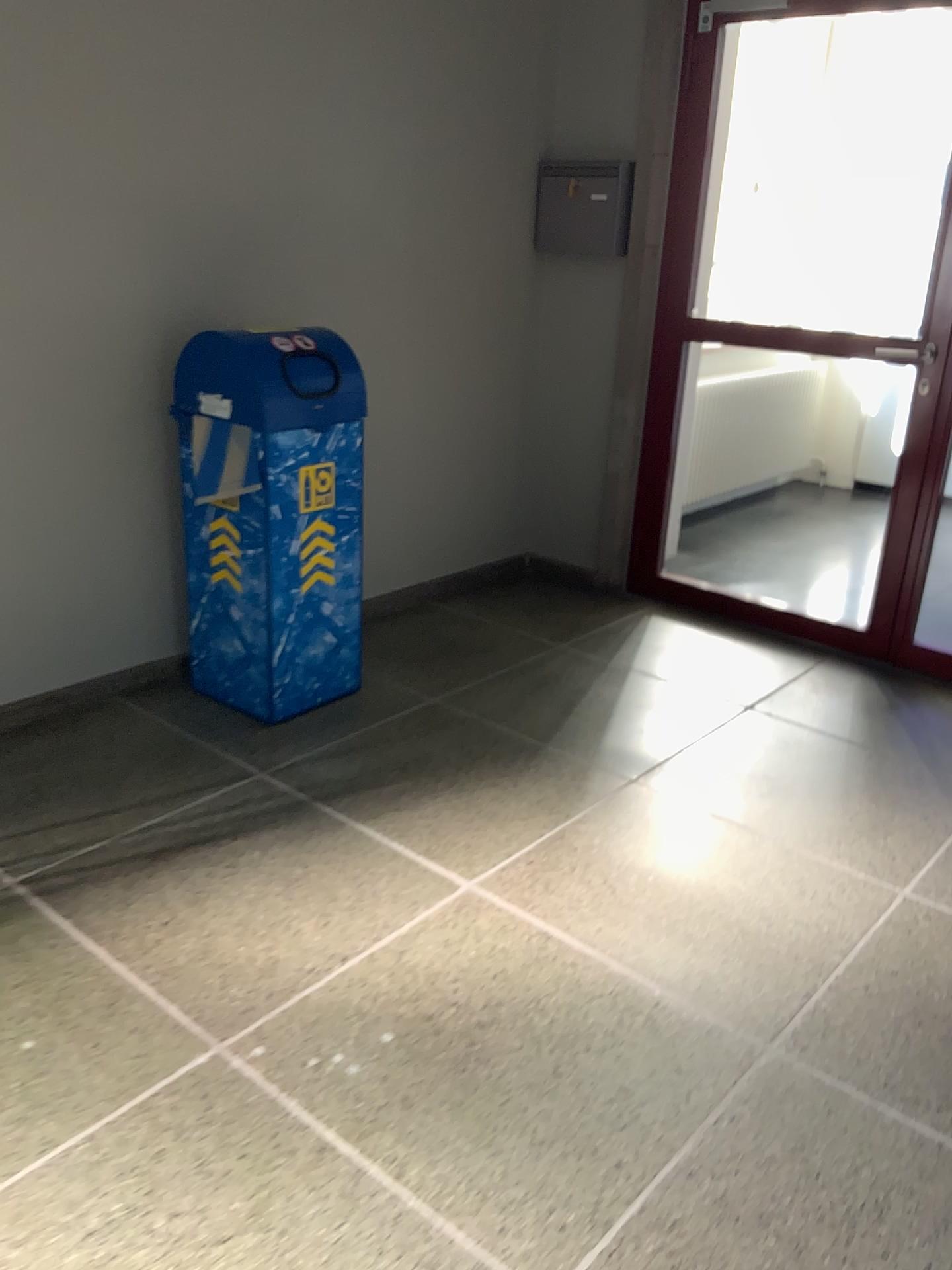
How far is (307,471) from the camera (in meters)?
2.89

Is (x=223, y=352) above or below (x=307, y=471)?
above

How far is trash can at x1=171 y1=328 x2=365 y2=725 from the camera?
2.8m

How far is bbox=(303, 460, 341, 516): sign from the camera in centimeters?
289cm

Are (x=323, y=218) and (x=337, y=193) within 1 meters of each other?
yes

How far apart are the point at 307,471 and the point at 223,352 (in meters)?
0.37
